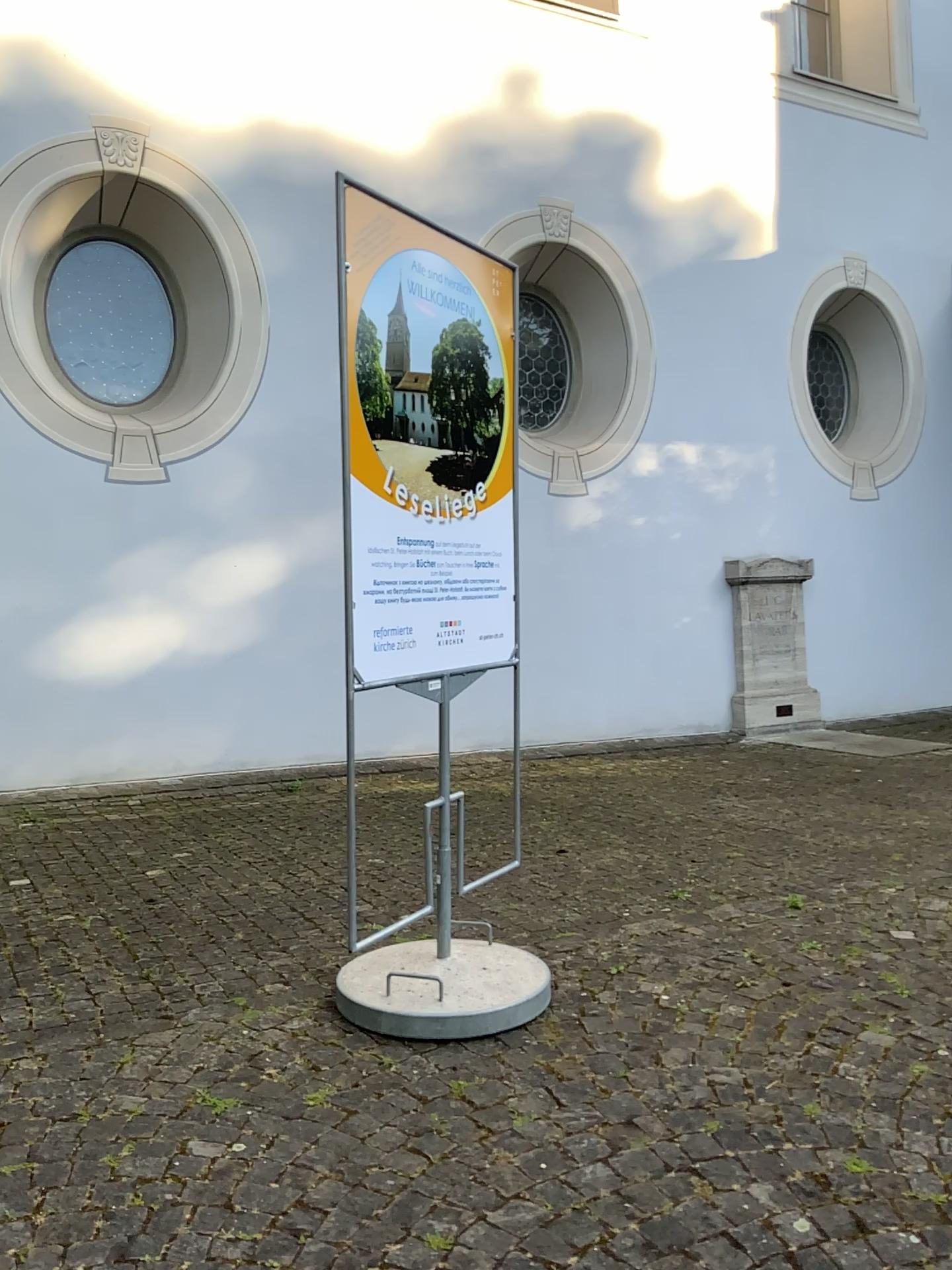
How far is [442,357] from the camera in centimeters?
311cm

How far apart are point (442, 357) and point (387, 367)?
0.25m

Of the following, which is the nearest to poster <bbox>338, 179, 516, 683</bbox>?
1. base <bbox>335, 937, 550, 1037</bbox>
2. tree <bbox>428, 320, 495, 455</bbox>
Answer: tree <bbox>428, 320, 495, 455</bbox>

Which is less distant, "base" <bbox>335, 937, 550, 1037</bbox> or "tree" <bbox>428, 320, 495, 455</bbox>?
"base" <bbox>335, 937, 550, 1037</bbox>

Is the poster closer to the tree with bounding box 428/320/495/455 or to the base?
the tree with bounding box 428/320/495/455

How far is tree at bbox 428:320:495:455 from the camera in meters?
3.1

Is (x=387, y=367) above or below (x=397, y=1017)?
above

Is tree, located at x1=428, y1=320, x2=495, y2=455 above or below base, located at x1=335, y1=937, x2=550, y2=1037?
above

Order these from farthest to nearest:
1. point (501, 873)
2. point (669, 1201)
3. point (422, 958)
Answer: point (501, 873) < point (422, 958) < point (669, 1201)
